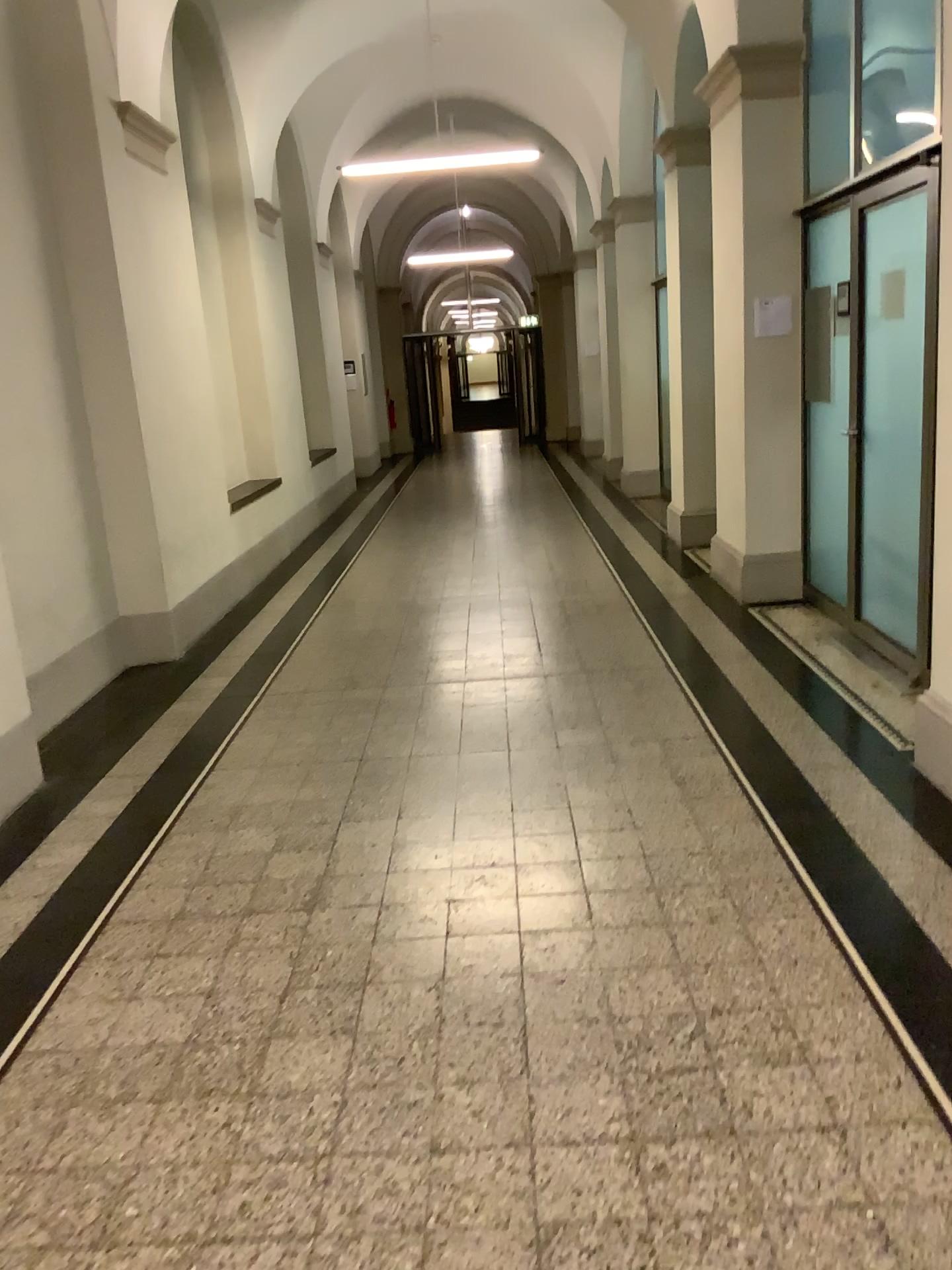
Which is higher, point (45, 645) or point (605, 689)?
point (45, 645)
